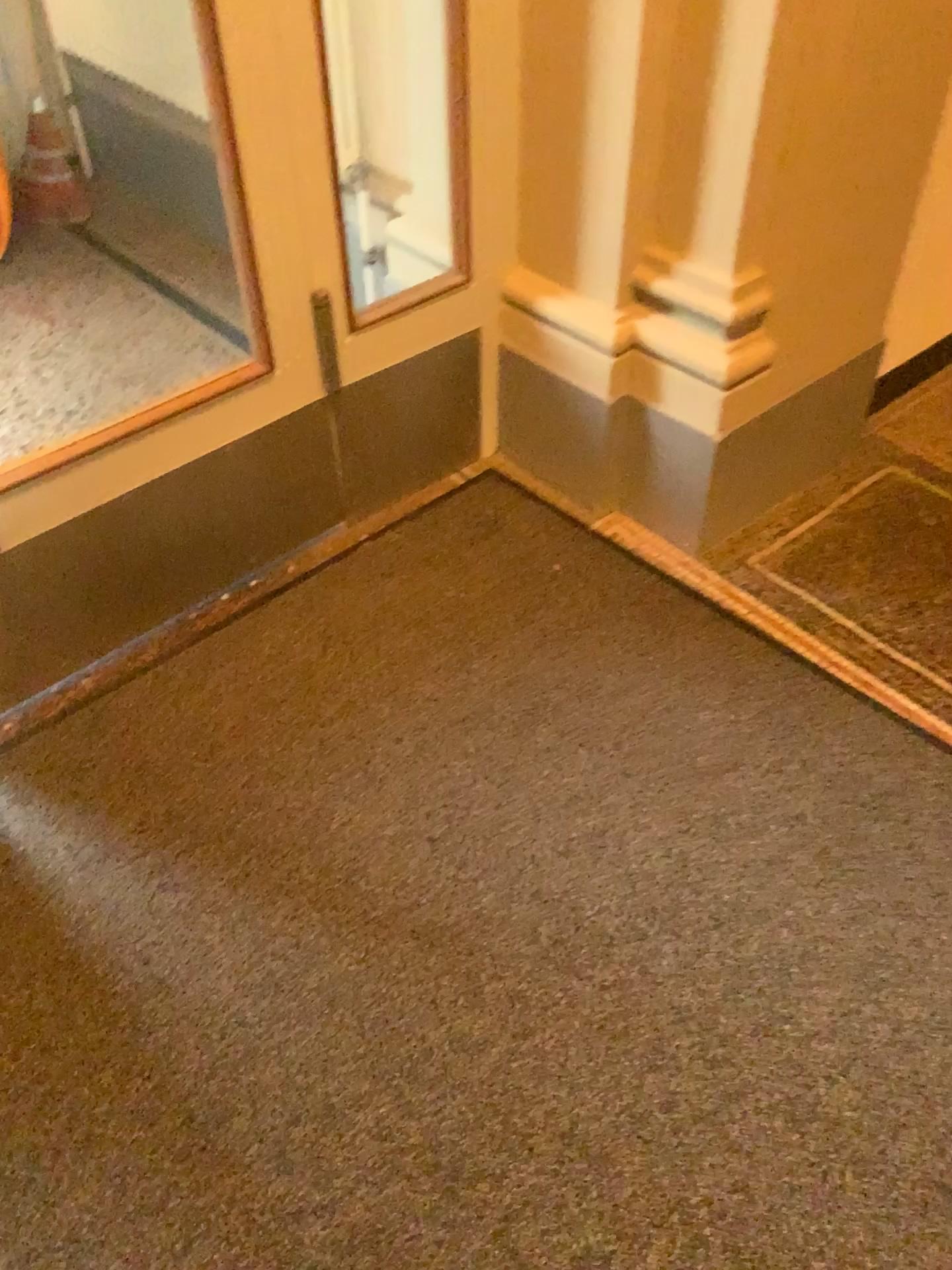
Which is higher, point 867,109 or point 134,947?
point 867,109

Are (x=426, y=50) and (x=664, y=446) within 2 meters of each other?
yes

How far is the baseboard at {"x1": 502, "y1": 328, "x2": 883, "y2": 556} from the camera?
2.0m

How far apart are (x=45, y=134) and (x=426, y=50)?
1.79m

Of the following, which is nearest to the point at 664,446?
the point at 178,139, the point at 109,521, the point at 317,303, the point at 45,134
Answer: the point at 317,303

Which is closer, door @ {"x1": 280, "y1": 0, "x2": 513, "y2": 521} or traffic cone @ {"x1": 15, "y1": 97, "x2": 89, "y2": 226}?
door @ {"x1": 280, "y1": 0, "x2": 513, "y2": 521}

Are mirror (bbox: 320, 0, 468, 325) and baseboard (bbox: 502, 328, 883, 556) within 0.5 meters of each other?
yes

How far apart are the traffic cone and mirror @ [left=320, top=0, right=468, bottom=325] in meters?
1.4

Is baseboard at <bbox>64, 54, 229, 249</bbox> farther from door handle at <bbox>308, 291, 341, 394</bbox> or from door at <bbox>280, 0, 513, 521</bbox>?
door handle at <bbox>308, 291, 341, 394</bbox>

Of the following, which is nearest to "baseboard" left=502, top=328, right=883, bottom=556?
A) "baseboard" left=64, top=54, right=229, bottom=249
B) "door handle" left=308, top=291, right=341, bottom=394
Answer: "door handle" left=308, top=291, right=341, bottom=394
